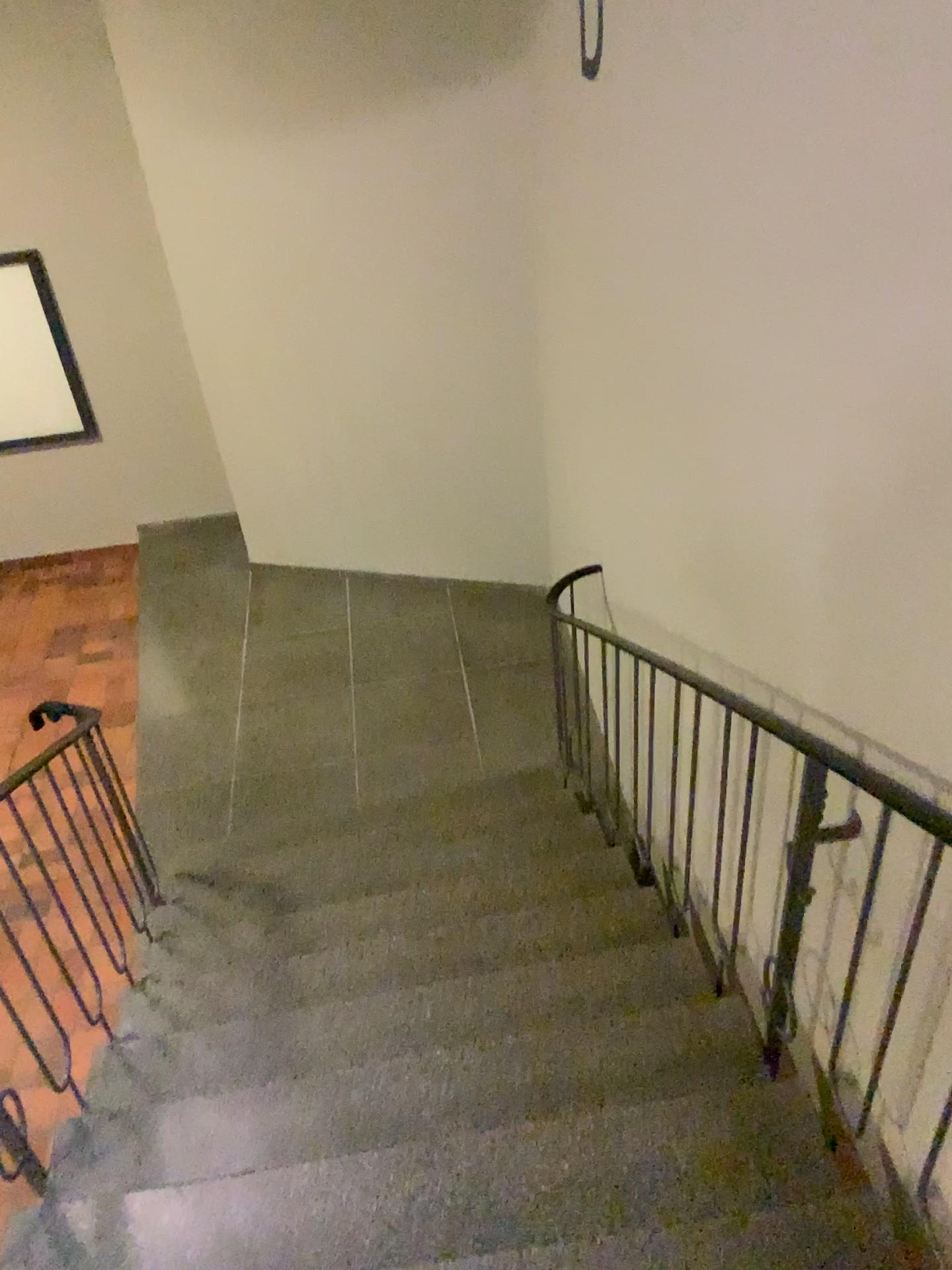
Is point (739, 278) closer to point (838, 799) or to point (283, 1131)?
point (838, 799)
